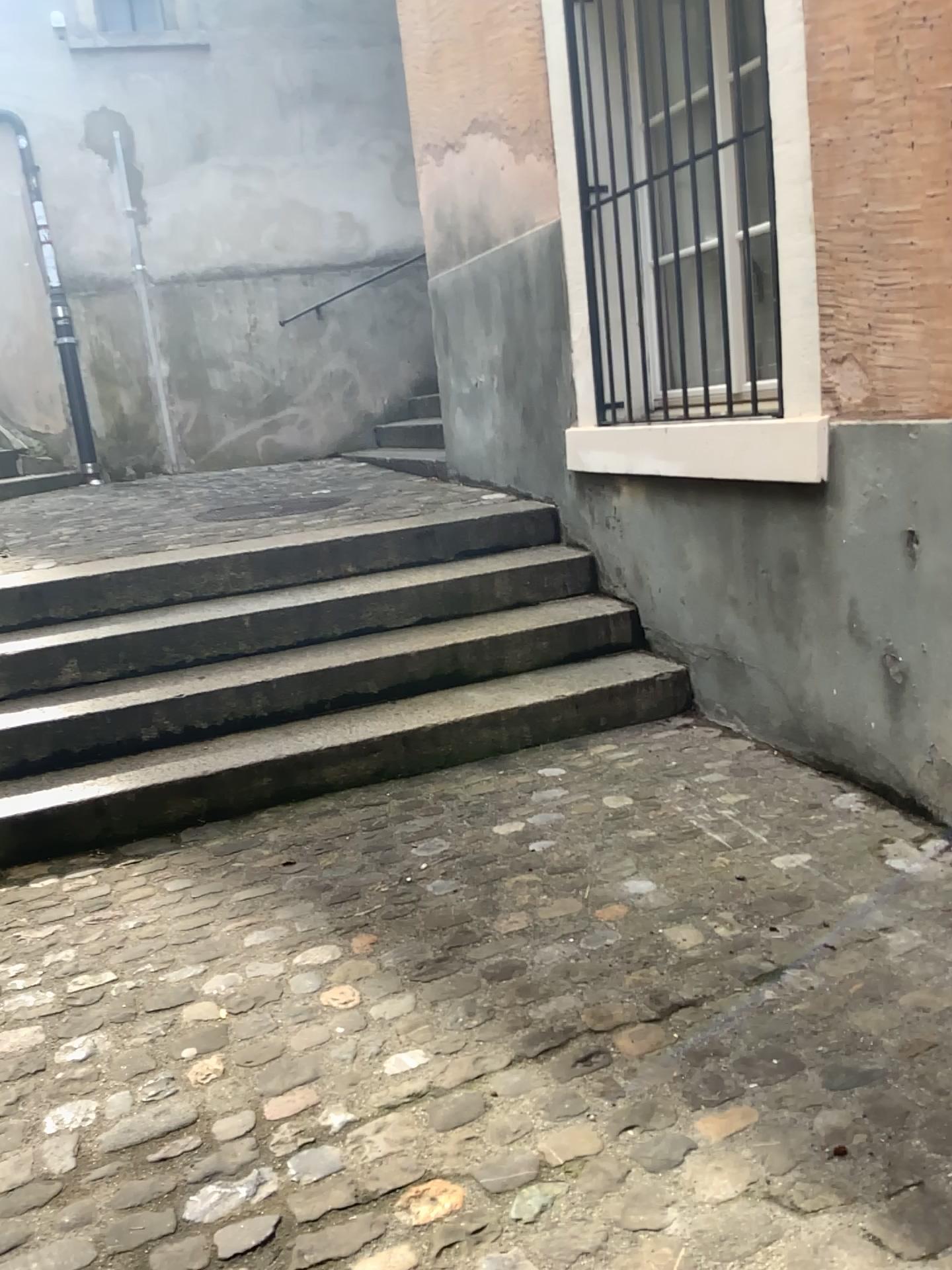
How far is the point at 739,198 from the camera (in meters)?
3.08
